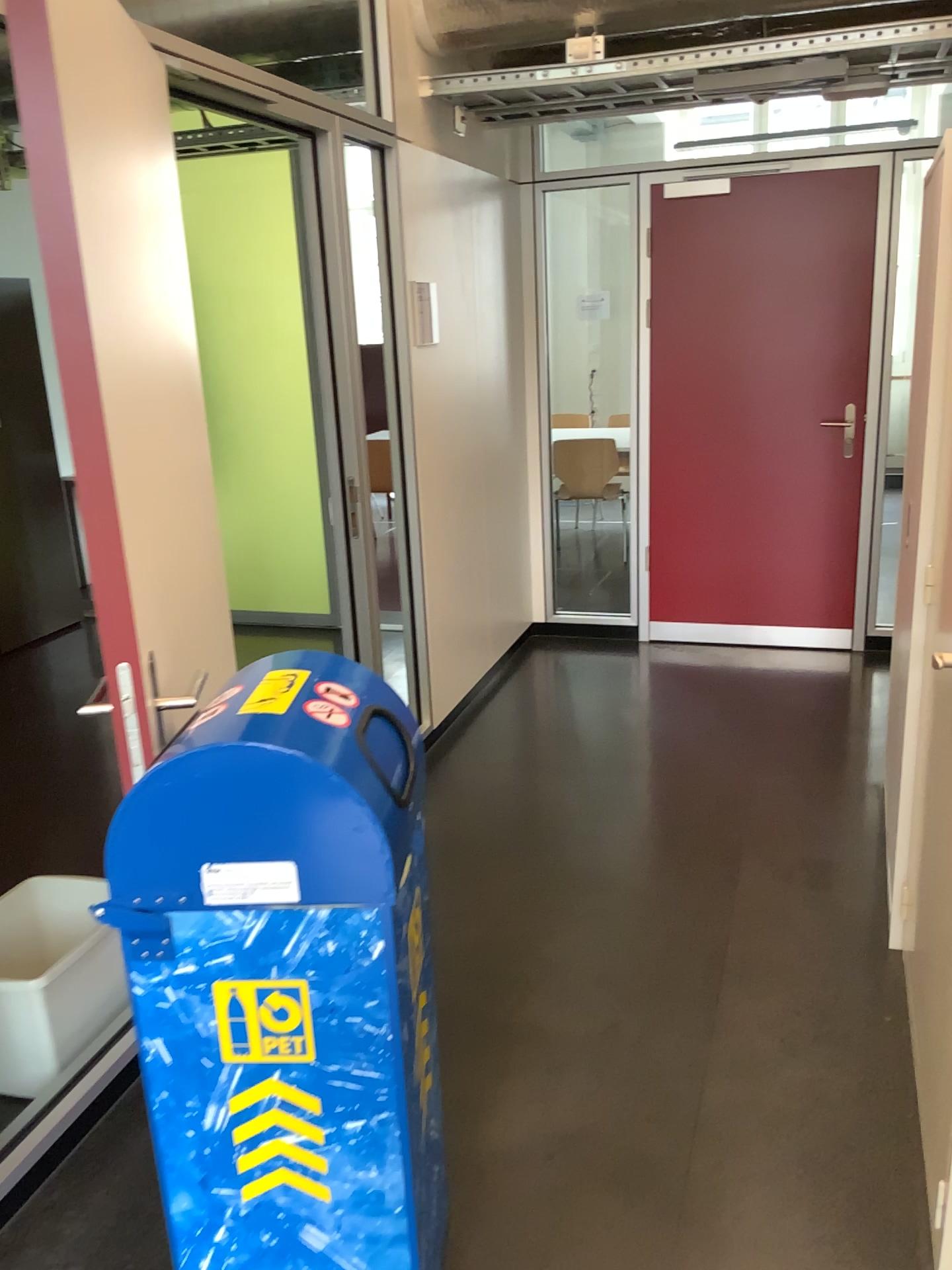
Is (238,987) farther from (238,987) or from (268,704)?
(268,704)

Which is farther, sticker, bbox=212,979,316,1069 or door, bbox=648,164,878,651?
door, bbox=648,164,878,651

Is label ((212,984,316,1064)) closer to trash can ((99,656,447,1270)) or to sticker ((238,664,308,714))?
trash can ((99,656,447,1270))

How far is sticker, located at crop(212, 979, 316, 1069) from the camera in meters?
1.4 m

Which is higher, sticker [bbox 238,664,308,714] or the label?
sticker [bbox 238,664,308,714]

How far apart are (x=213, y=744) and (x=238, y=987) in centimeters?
34cm

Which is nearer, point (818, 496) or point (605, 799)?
point (605, 799)

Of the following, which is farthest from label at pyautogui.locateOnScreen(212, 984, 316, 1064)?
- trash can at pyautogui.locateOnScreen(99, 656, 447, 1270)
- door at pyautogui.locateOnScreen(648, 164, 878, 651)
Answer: door at pyautogui.locateOnScreen(648, 164, 878, 651)

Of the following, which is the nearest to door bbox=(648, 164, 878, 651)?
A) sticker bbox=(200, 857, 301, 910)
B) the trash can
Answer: the trash can

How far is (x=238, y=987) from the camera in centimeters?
142cm
